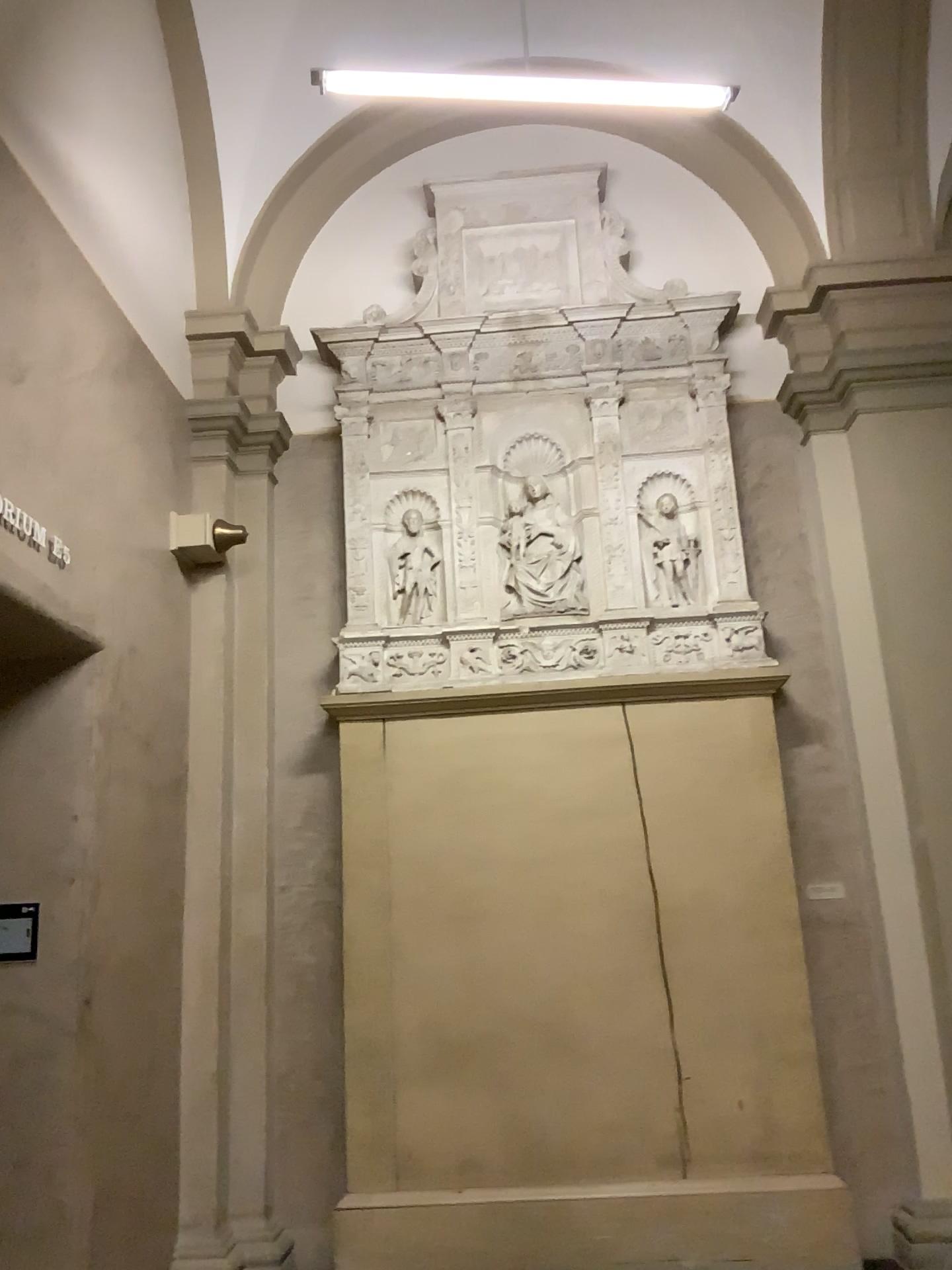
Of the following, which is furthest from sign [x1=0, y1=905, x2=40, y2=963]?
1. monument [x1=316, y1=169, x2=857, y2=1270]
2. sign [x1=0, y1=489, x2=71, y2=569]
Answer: monument [x1=316, y1=169, x2=857, y2=1270]

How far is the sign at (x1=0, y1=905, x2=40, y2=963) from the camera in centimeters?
383cm

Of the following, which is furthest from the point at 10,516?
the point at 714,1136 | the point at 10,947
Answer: the point at 714,1136

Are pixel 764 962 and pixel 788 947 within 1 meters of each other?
yes

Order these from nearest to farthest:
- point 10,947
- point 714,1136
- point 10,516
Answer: point 10,516 → point 10,947 → point 714,1136

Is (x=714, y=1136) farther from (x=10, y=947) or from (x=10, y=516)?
(x=10, y=516)

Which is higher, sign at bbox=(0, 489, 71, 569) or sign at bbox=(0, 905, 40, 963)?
sign at bbox=(0, 489, 71, 569)

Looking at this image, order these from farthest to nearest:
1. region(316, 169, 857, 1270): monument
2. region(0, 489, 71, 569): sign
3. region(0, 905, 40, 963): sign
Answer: region(316, 169, 857, 1270): monument < region(0, 905, 40, 963): sign < region(0, 489, 71, 569): sign

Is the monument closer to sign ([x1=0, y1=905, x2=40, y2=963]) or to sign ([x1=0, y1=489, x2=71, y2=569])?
sign ([x1=0, y1=905, x2=40, y2=963])

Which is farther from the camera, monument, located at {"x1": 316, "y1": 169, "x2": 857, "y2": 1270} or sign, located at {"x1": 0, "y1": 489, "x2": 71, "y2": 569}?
monument, located at {"x1": 316, "y1": 169, "x2": 857, "y2": 1270}
